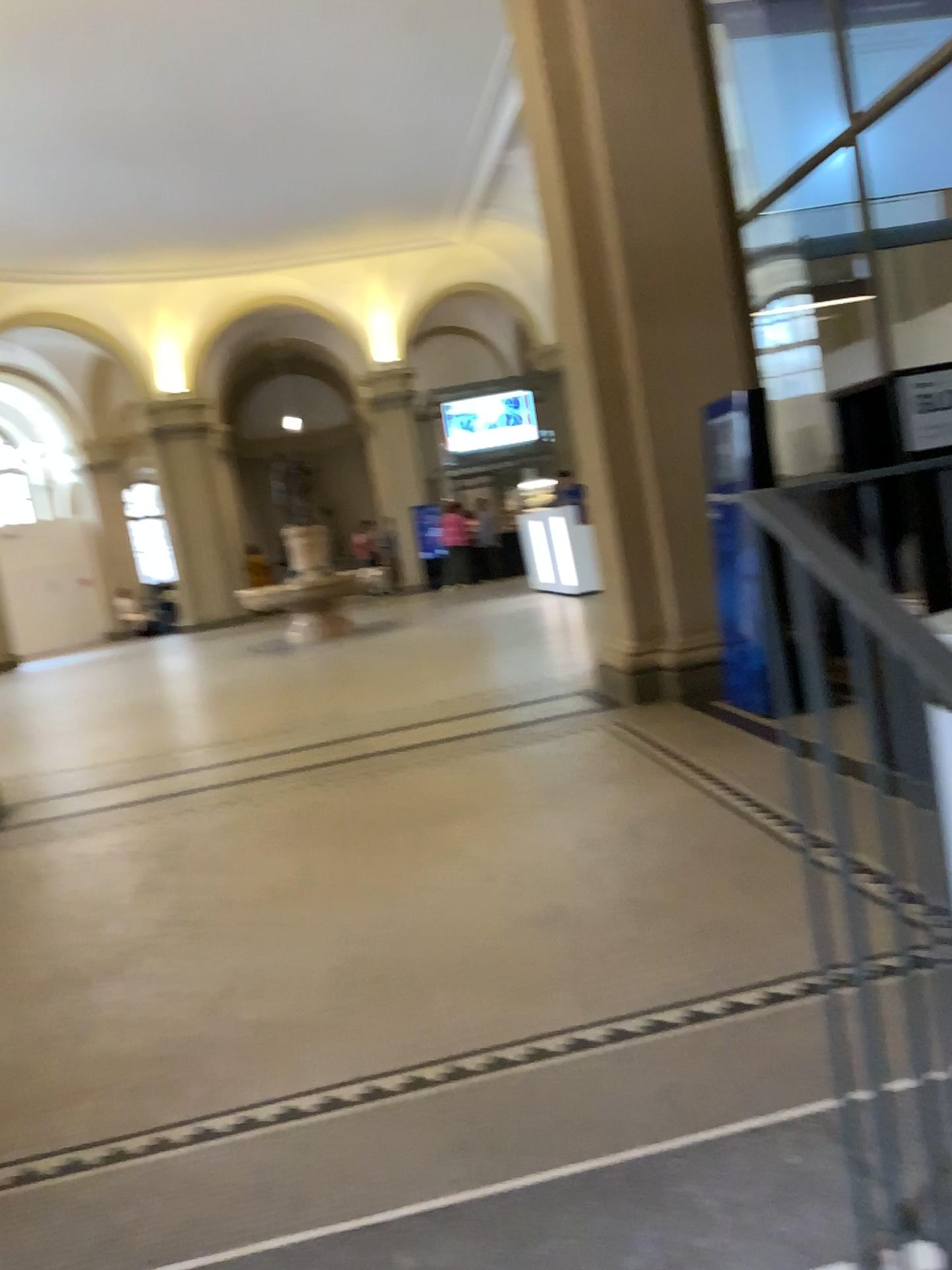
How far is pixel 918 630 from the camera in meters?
0.9

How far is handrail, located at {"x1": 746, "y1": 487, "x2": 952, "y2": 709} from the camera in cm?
93

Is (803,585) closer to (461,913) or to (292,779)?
(461,913)
